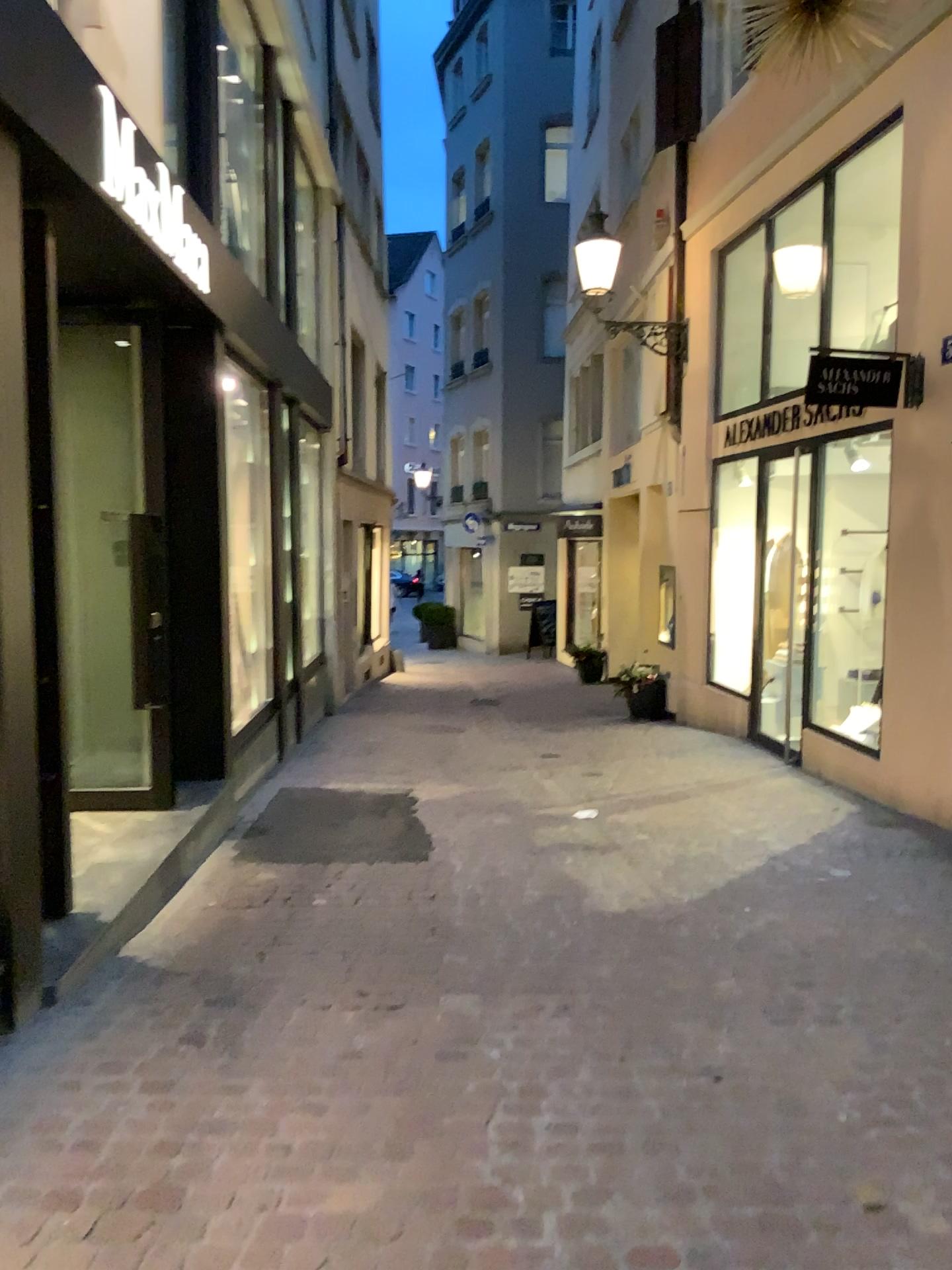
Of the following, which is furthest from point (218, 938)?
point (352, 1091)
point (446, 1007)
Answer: point (352, 1091)
